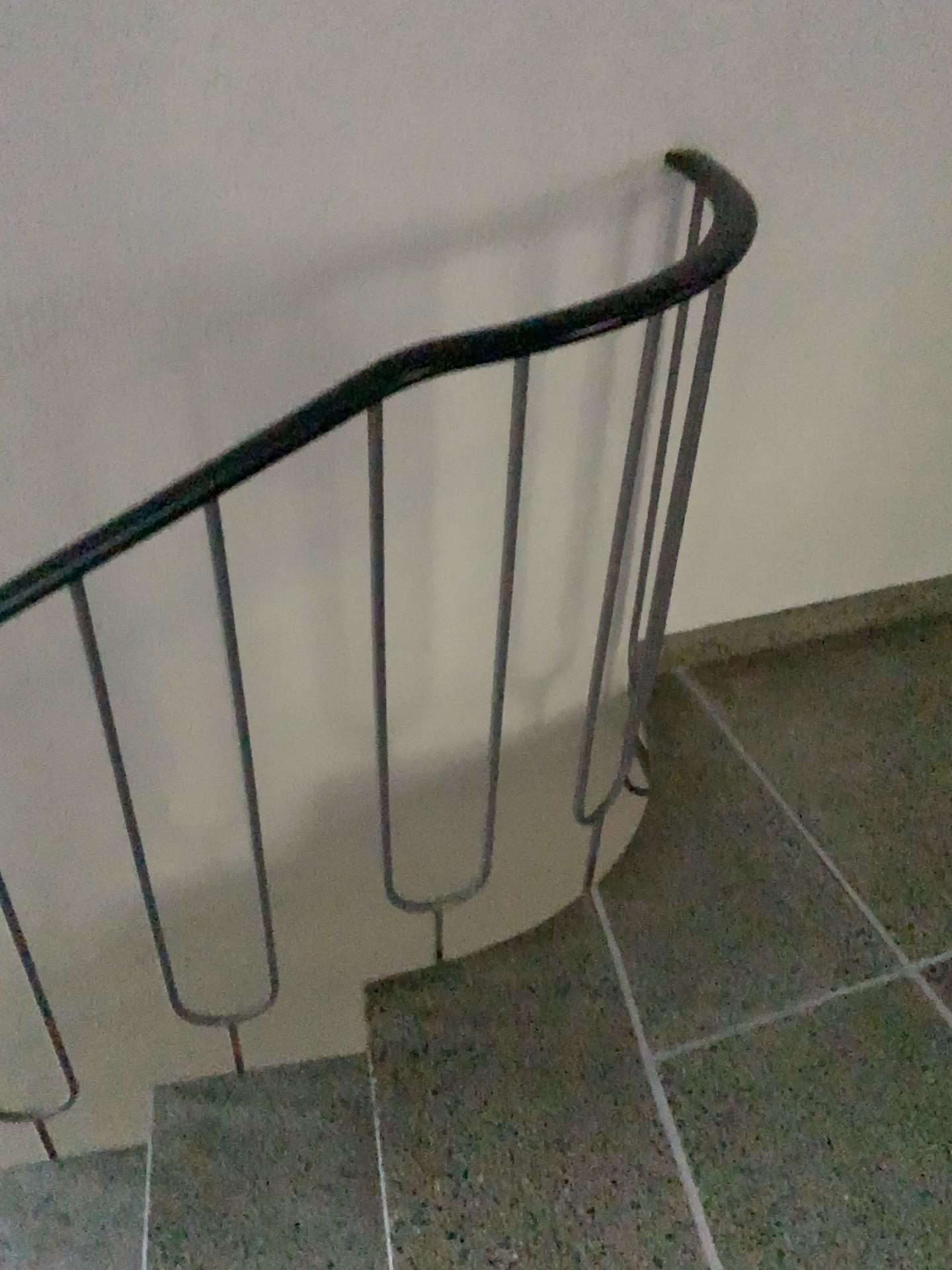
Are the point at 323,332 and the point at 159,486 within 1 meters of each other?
yes

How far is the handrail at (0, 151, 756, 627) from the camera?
1.0m

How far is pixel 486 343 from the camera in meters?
1.0
